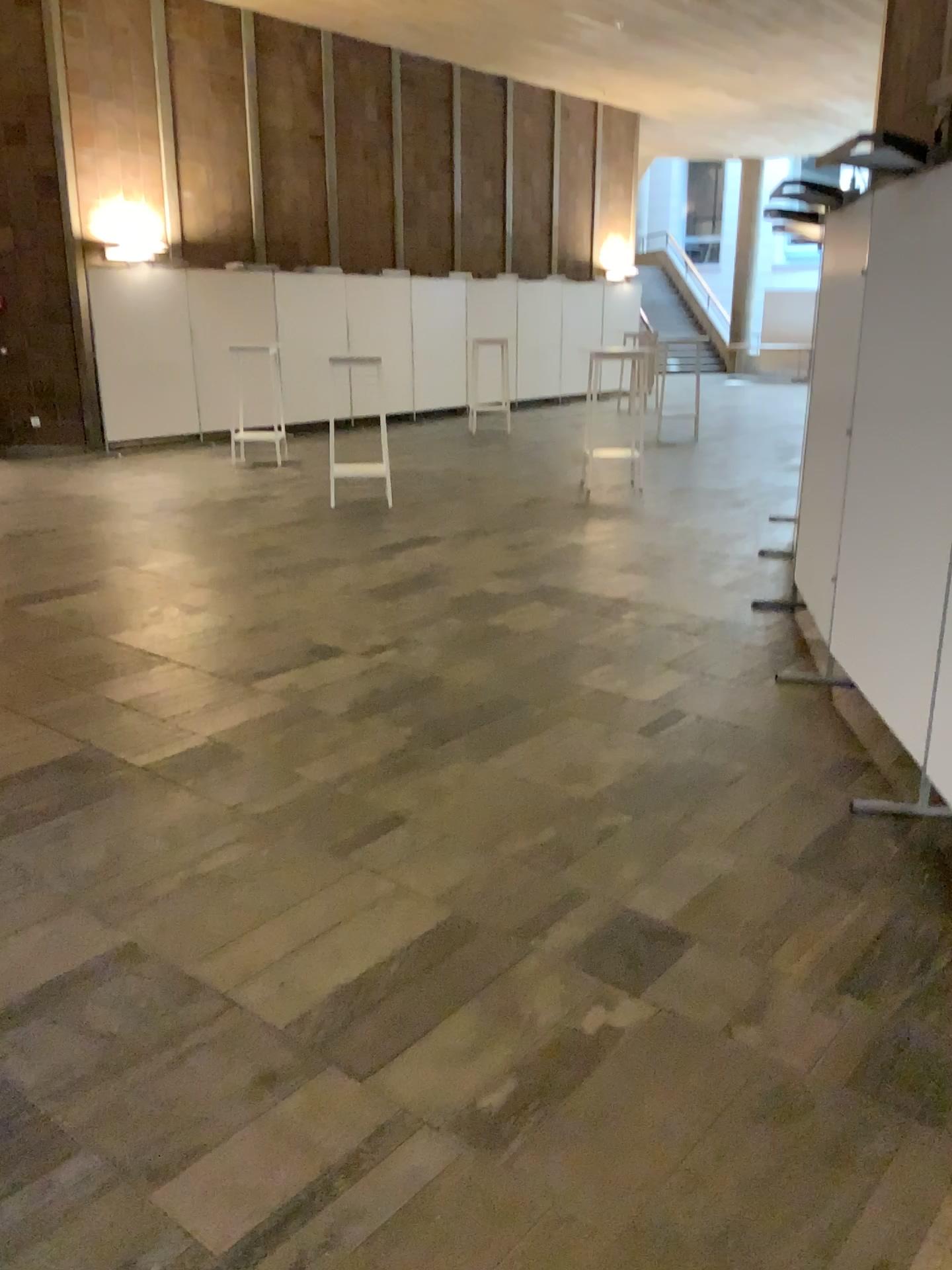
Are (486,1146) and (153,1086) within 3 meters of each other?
yes

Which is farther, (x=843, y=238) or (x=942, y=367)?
(x=843, y=238)

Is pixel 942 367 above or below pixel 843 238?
below

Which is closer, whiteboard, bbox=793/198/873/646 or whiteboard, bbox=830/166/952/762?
whiteboard, bbox=830/166/952/762
